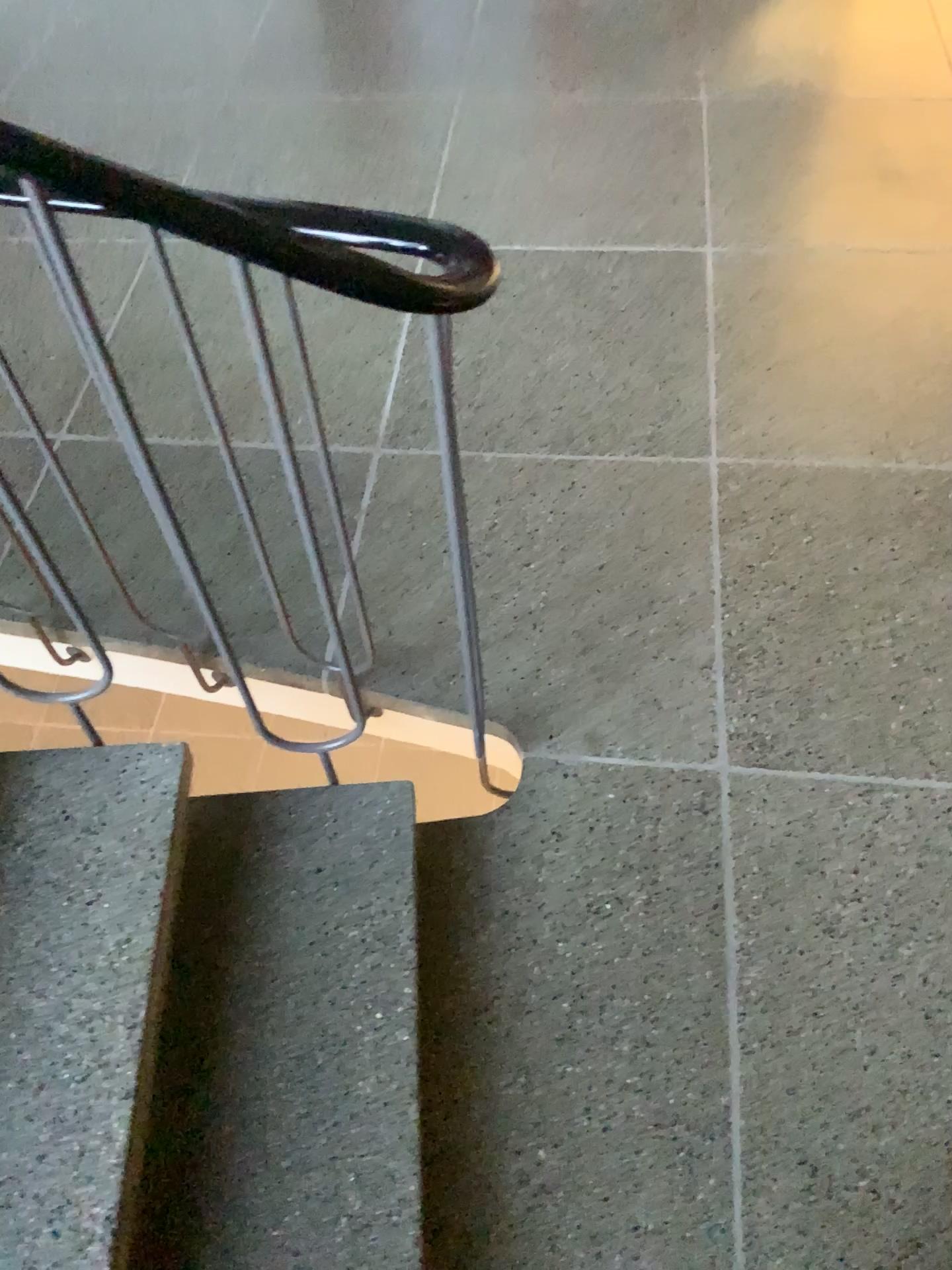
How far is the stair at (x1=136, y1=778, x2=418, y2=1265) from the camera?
1.20m

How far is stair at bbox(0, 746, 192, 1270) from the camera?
1.10m

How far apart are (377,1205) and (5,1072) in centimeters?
44cm

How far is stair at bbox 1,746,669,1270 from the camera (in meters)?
1.19

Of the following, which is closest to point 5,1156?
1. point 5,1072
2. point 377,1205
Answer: point 5,1072

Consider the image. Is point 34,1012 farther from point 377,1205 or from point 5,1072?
point 377,1205

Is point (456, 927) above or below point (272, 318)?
below

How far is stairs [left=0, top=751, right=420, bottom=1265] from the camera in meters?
1.1
